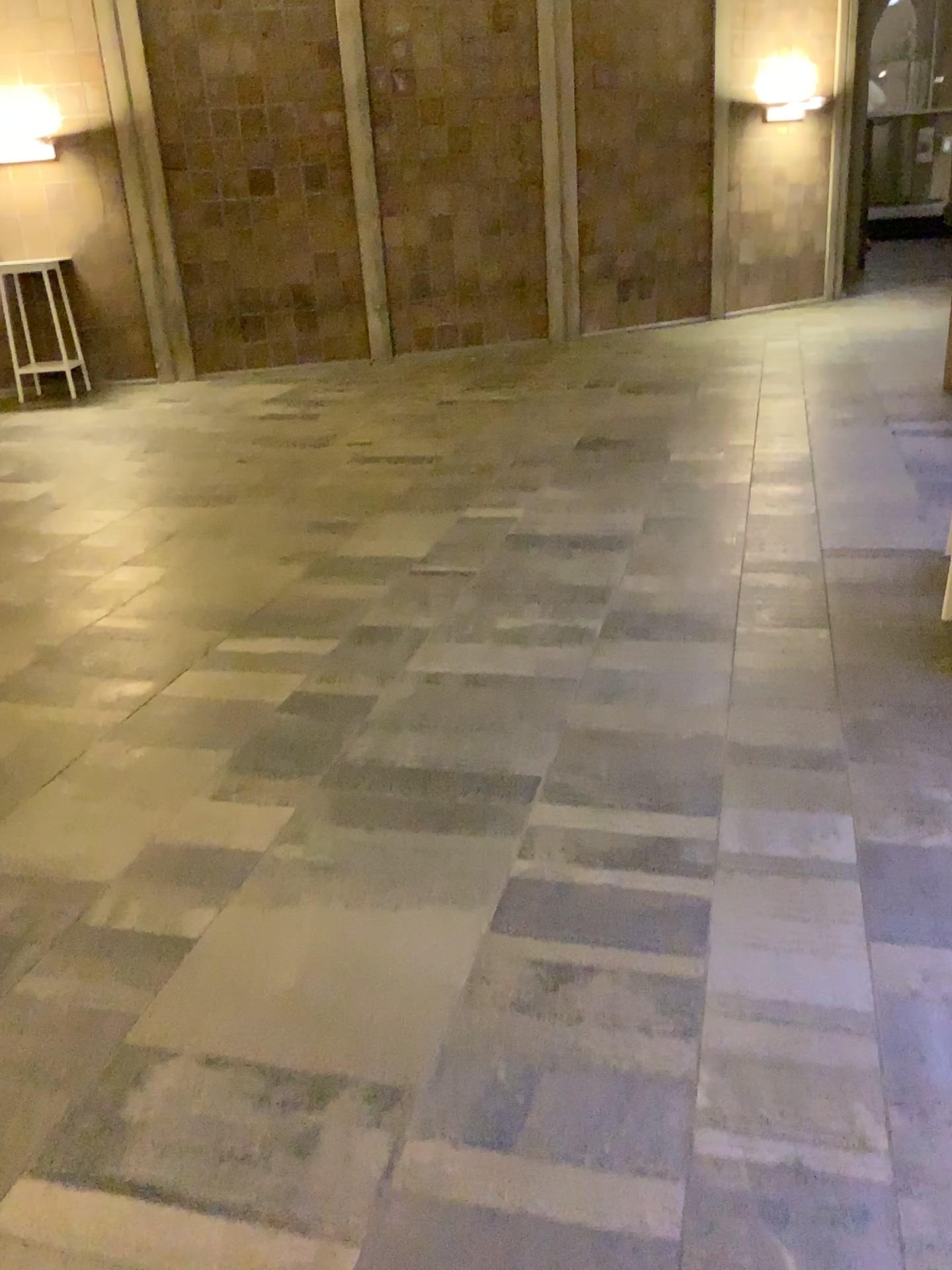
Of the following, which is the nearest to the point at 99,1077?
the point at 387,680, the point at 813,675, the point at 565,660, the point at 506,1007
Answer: the point at 506,1007
